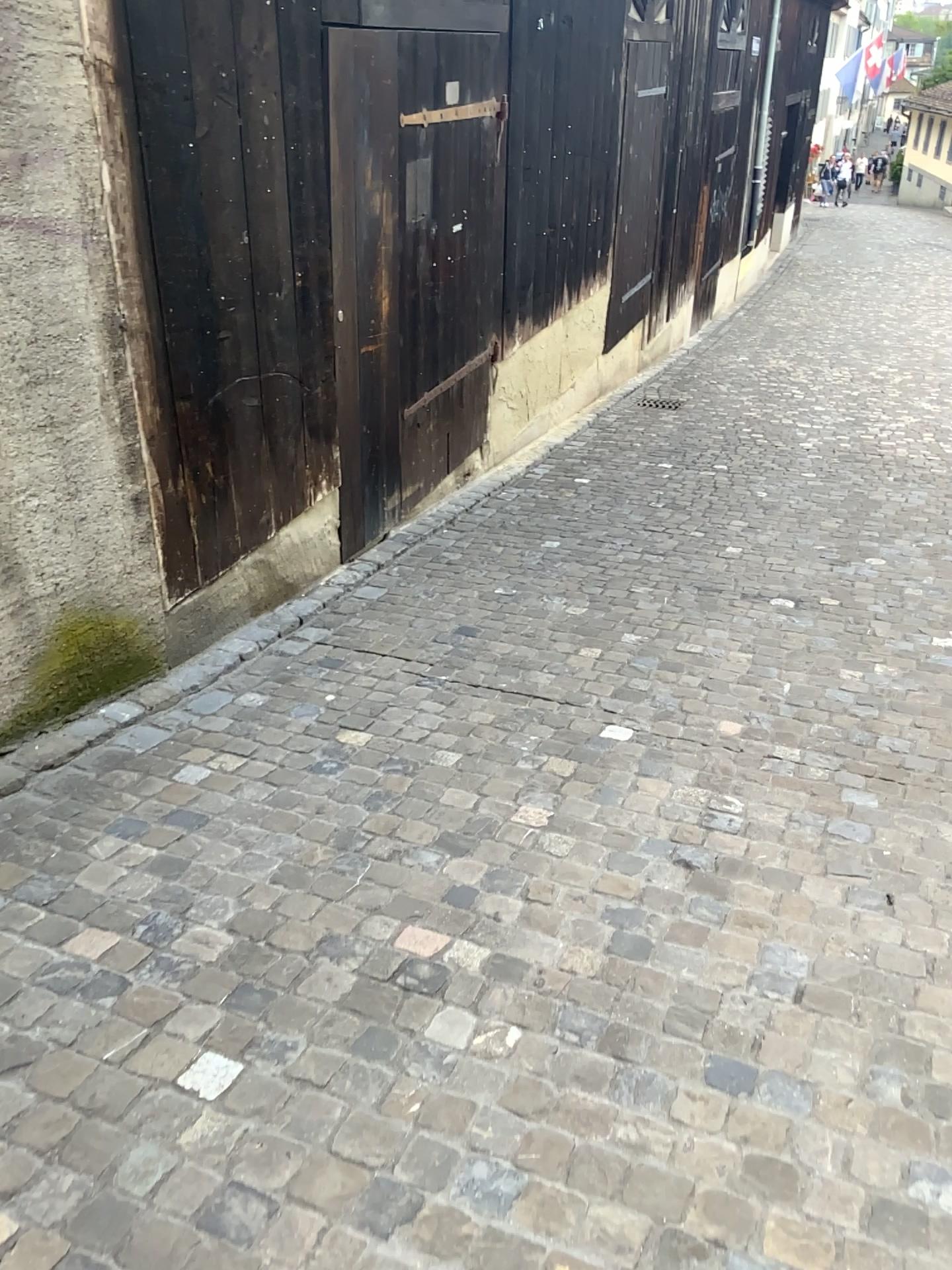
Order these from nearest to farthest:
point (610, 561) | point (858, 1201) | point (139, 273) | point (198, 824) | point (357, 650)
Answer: point (858, 1201) → point (198, 824) → point (139, 273) → point (357, 650) → point (610, 561)
